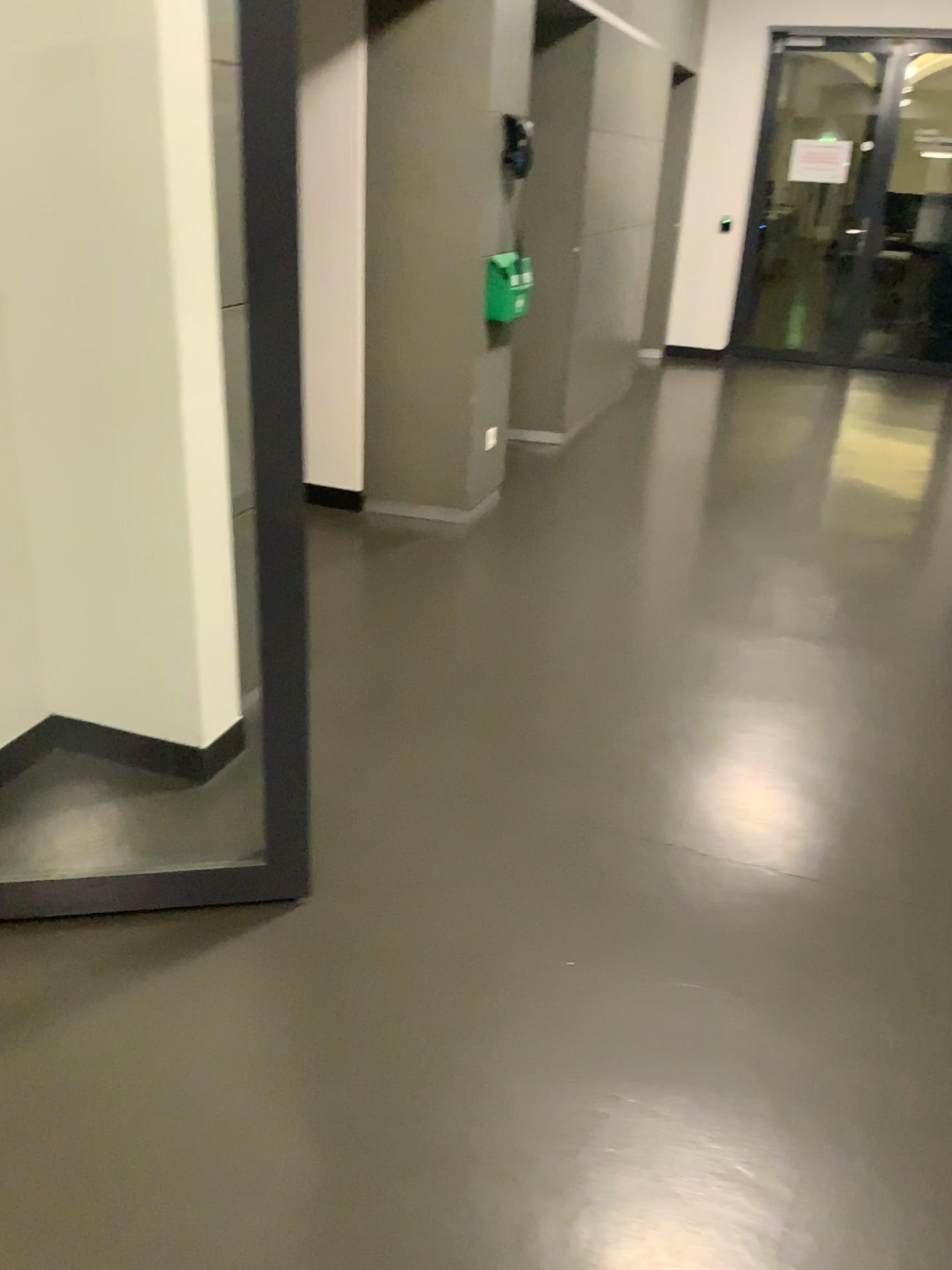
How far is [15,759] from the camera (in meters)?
2.63

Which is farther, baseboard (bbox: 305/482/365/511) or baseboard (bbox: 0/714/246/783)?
baseboard (bbox: 305/482/365/511)

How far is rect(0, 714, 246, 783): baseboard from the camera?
2.6 meters

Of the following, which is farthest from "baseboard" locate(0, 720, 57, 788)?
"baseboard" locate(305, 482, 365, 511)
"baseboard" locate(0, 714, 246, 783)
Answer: "baseboard" locate(305, 482, 365, 511)

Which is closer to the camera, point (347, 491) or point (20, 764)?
point (20, 764)

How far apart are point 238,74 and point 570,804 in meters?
1.7 m

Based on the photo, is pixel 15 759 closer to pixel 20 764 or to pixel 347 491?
pixel 20 764

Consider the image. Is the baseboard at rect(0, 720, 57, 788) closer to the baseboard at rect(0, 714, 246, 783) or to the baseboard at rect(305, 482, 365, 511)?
the baseboard at rect(0, 714, 246, 783)
